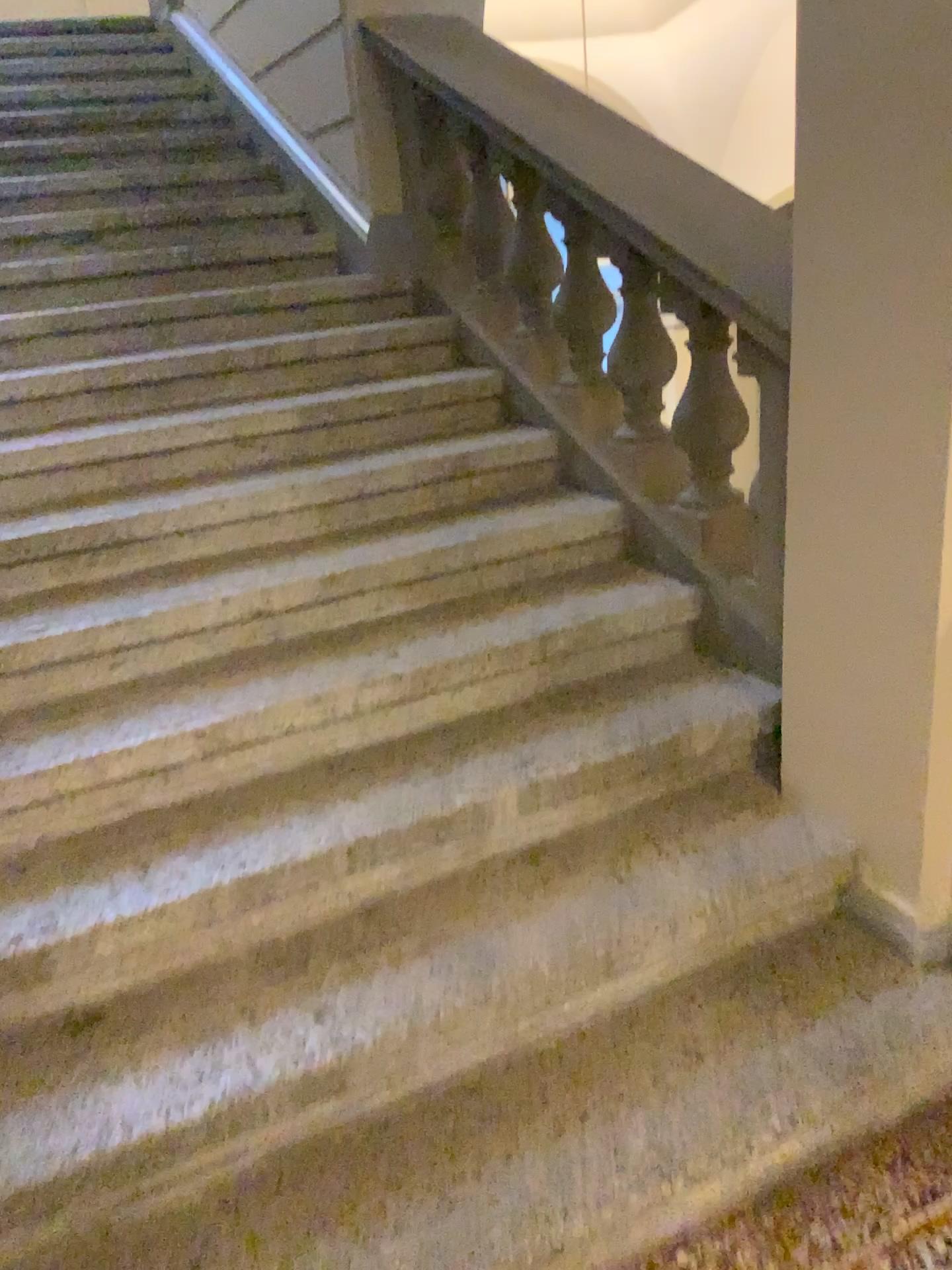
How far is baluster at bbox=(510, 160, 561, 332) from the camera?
2.9 meters

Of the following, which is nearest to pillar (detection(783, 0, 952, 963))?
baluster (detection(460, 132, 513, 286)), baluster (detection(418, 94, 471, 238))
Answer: baluster (detection(460, 132, 513, 286))

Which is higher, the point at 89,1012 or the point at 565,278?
the point at 565,278

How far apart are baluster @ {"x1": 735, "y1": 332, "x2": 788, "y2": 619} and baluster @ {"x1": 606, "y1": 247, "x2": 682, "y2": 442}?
0.4m

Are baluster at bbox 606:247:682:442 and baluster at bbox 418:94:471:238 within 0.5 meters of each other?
no

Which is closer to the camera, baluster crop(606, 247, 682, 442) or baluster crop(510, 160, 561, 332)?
baluster crop(606, 247, 682, 442)

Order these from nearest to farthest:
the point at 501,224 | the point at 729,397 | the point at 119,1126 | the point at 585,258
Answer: the point at 119,1126 < the point at 729,397 < the point at 585,258 < the point at 501,224

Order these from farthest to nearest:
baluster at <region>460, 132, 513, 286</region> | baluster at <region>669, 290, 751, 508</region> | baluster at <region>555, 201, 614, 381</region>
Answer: baluster at <region>460, 132, 513, 286</region>, baluster at <region>555, 201, 614, 381</region>, baluster at <region>669, 290, 751, 508</region>

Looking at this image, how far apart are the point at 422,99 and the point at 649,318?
1.3m

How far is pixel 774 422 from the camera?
→ 2.0 meters
